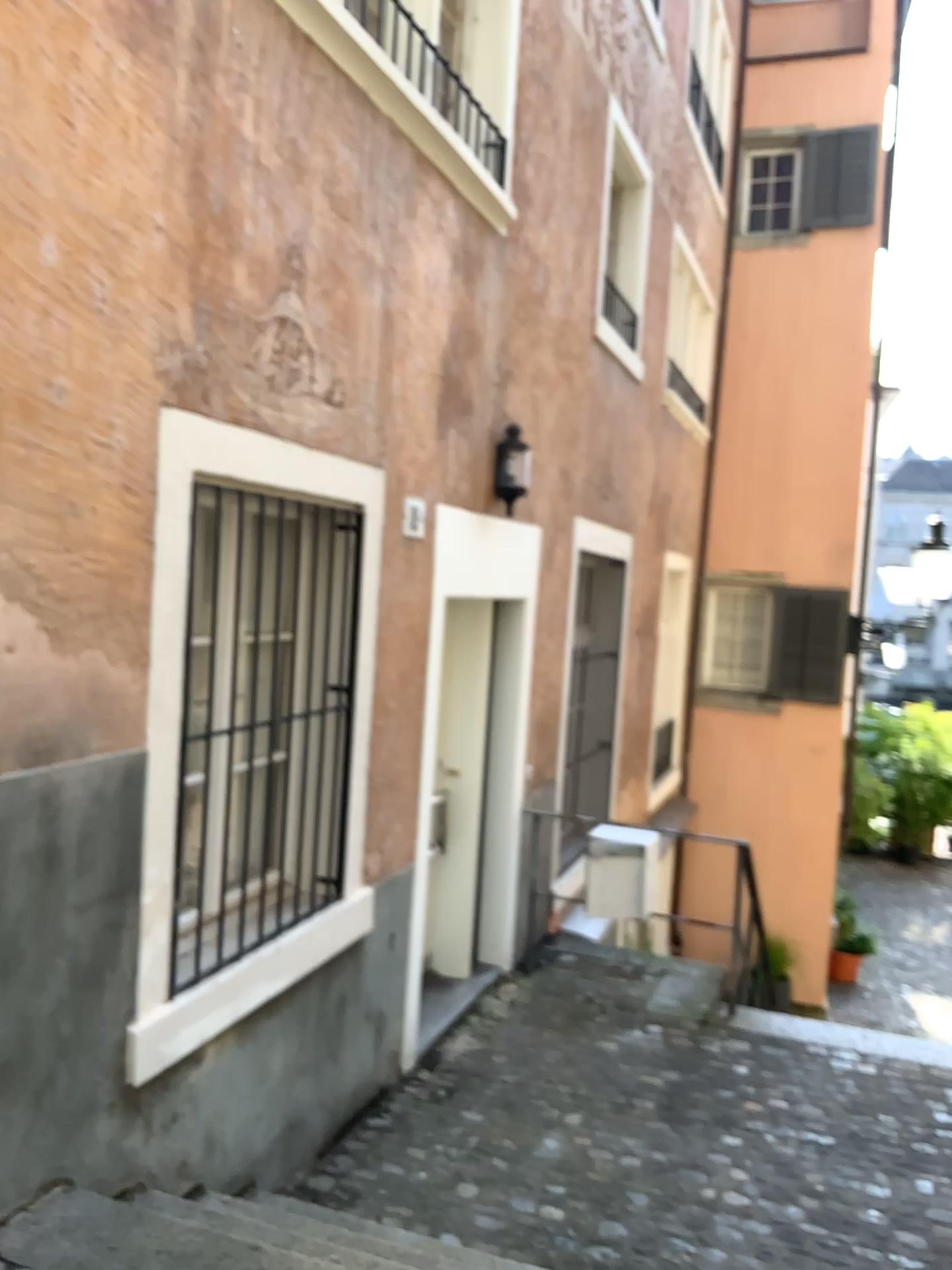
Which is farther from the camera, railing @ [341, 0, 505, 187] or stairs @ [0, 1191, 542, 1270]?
railing @ [341, 0, 505, 187]

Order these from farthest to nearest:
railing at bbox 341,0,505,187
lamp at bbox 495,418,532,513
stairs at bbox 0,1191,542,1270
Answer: lamp at bbox 495,418,532,513 → railing at bbox 341,0,505,187 → stairs at bbox 0,1191,542,1270

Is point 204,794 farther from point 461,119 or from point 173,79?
point 461,119

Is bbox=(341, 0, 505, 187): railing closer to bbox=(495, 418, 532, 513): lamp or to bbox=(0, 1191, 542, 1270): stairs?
bbox=(495, 418, 532, 513): lamp

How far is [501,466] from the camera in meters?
5.1

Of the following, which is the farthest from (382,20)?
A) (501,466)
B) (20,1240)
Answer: (20,1240)

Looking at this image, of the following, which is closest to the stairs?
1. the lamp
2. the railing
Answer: the lamp

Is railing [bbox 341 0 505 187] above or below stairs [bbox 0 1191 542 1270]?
above

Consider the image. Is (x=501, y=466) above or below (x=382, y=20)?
below

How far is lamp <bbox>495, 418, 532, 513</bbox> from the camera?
5.10m
